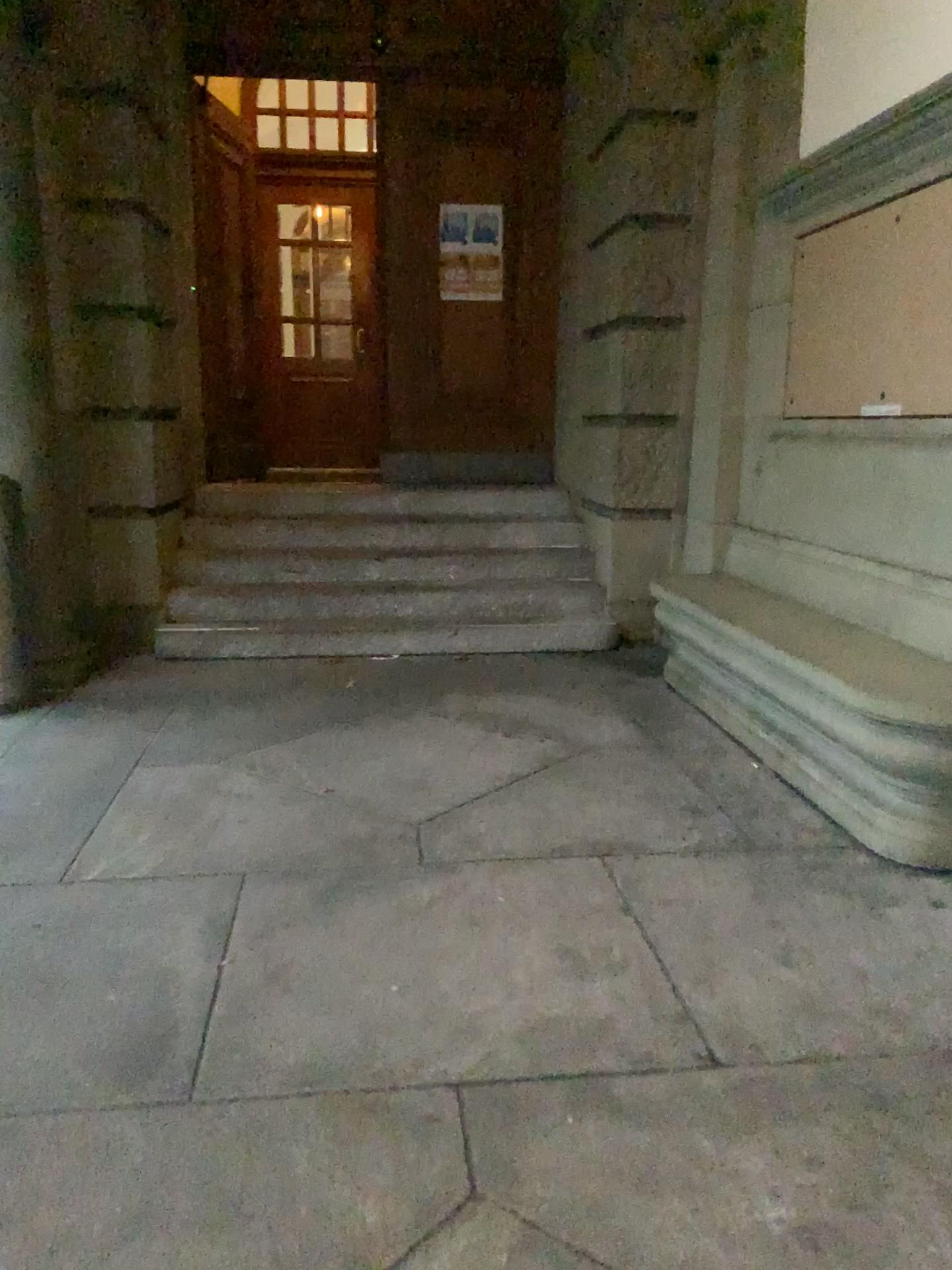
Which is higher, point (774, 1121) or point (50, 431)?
point (50, 431)
